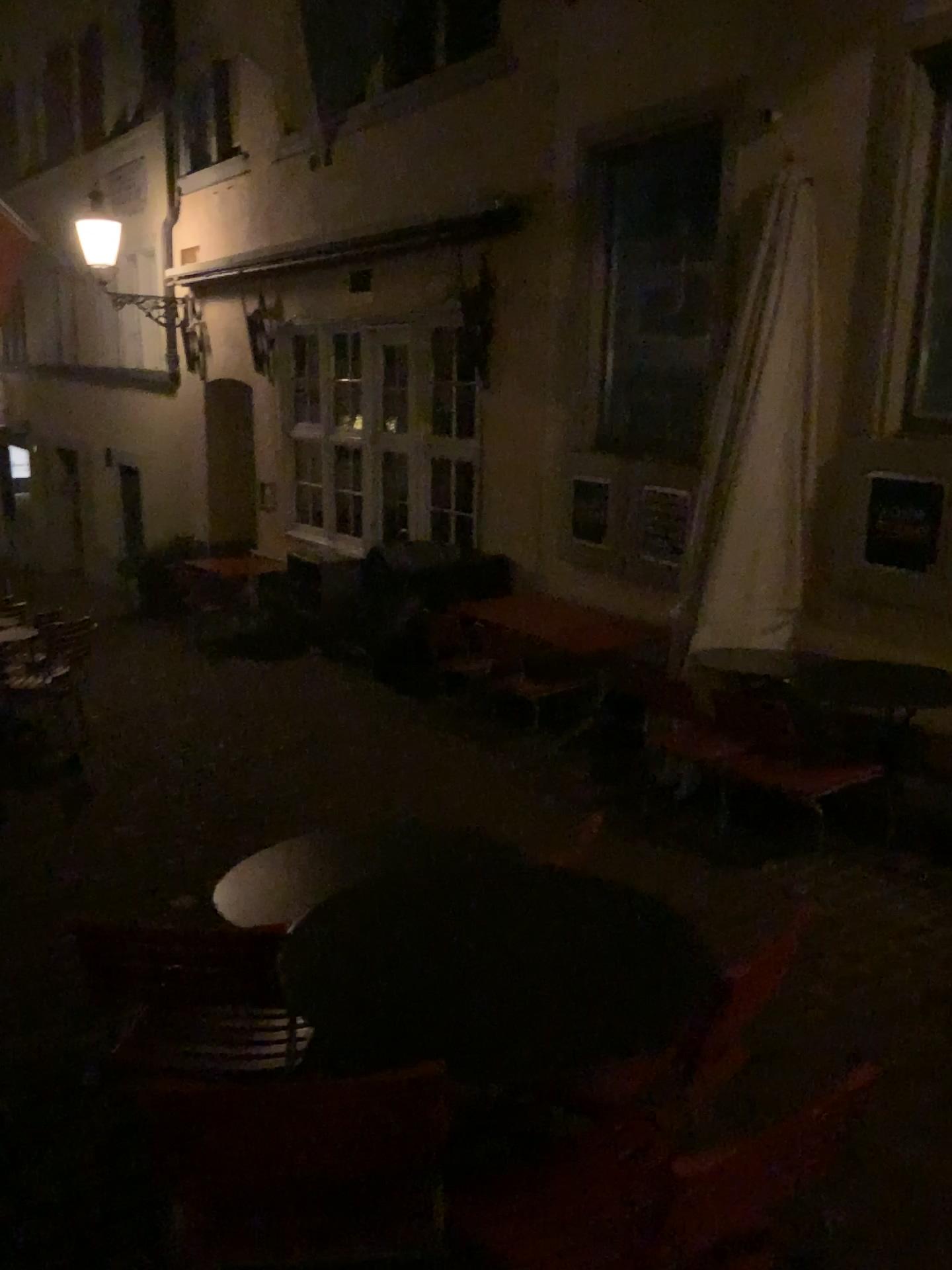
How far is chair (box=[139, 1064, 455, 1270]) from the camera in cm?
153

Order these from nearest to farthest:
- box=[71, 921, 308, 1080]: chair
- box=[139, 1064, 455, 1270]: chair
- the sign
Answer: box=[139, 1064, 455, 1270]: chair, box=[71, 921, 308, 1080]: chair, the sign

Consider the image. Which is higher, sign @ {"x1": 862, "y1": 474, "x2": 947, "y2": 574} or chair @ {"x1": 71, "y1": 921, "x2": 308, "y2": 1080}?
sign @ {"x1": 862, "y1": 474, "x2": 947, "y2": 574}

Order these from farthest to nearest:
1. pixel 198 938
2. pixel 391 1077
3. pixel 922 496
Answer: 1. pixel 922 496
2. pixel 198 938
3. pixel 391 1077

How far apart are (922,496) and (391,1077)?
3.86m

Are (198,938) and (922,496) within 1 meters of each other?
no

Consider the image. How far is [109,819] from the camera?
4.90m

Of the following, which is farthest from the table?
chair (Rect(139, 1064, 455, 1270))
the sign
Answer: the sign

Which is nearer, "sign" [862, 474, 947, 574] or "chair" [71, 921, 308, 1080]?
"chair" [71, 921, 308, 1080]

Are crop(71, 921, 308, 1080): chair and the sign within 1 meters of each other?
no
